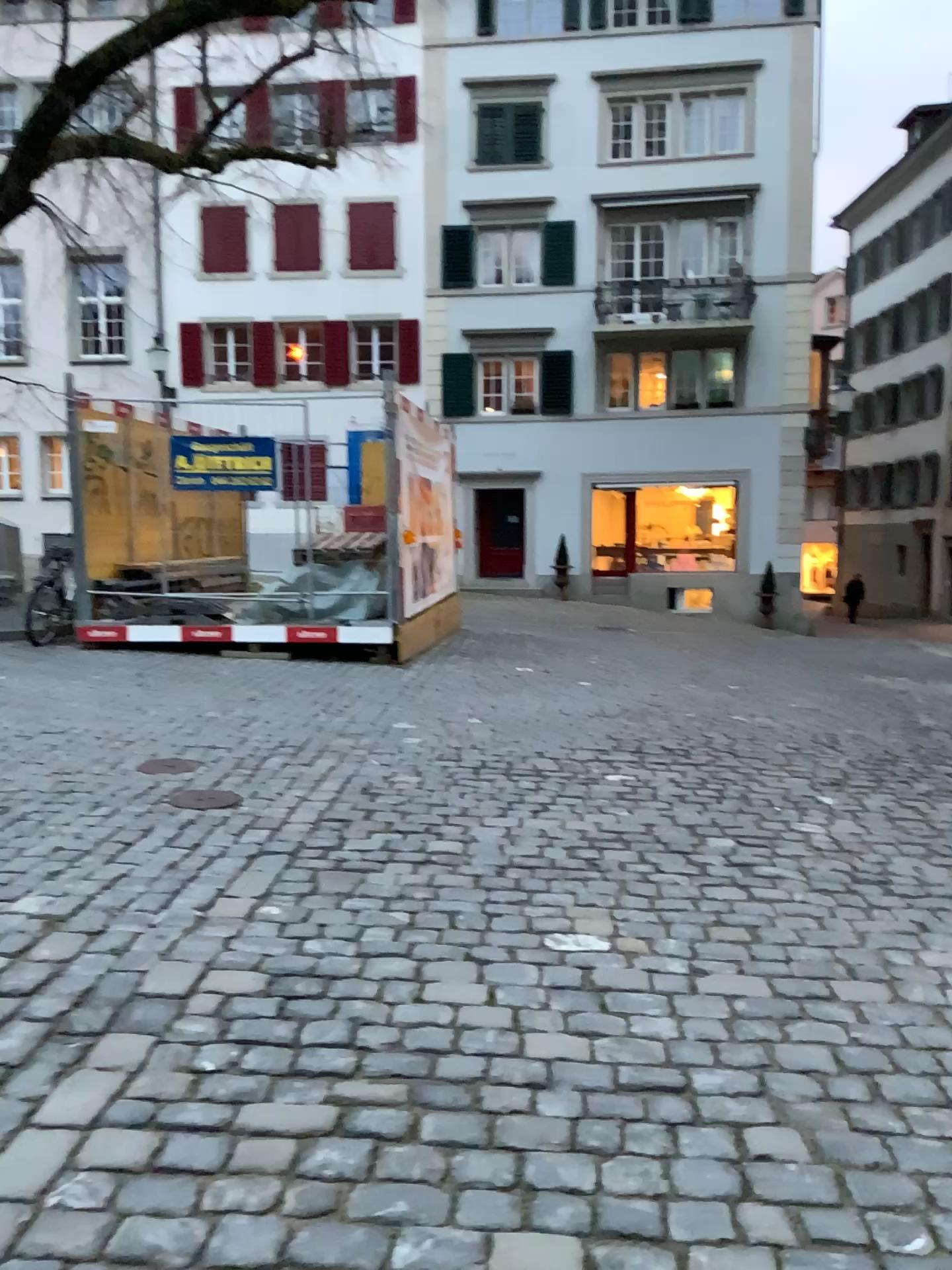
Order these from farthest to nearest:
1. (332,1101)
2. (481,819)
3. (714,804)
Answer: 1. (714,804)
2. (481,819)
3. (332,1101)
